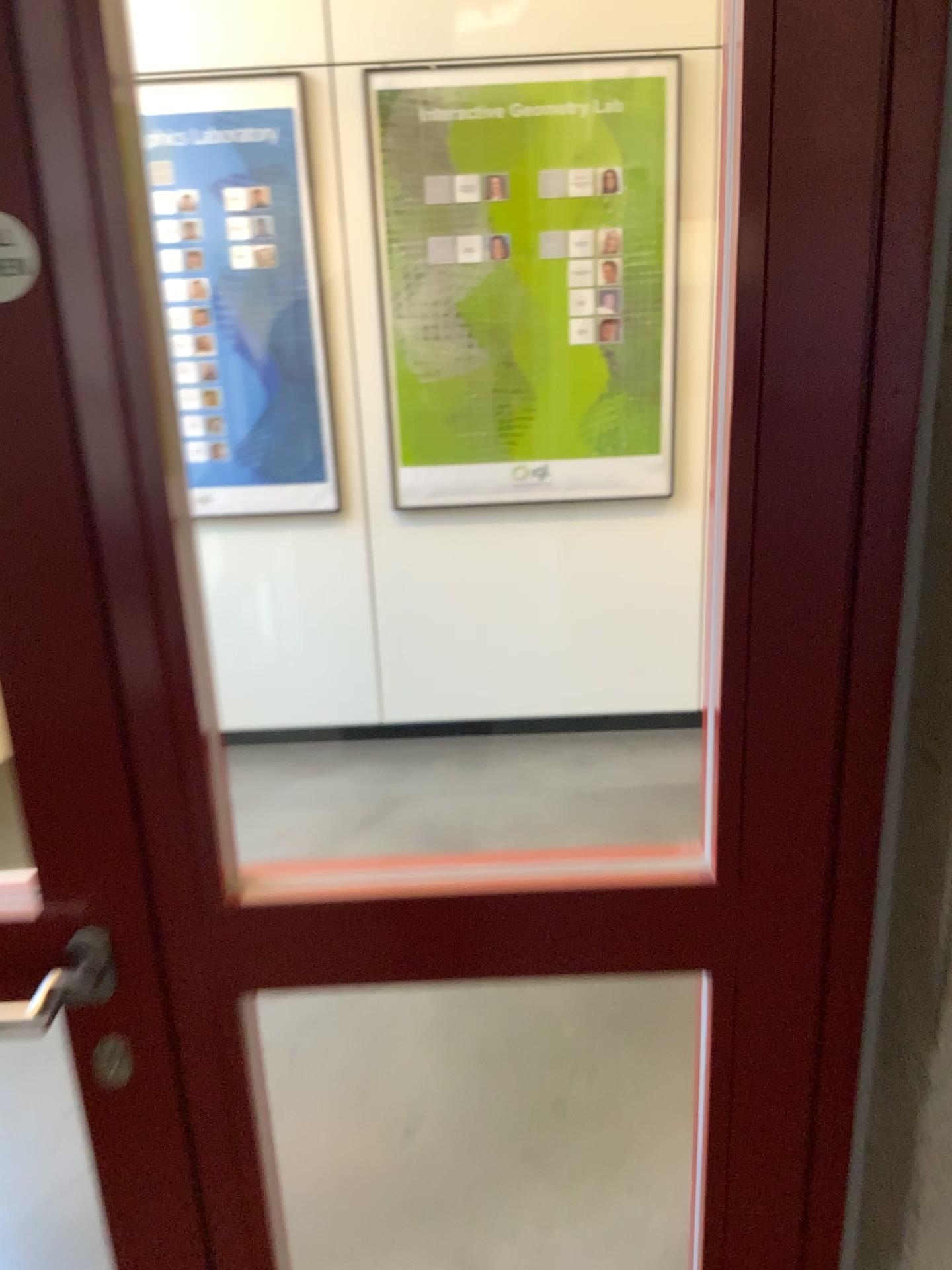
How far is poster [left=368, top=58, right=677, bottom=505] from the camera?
3.1m

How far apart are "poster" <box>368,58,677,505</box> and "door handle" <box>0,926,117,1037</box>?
2.34m

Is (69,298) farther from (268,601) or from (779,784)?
(268,601)

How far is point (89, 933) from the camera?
0.9m

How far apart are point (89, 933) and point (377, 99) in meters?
2.8 m

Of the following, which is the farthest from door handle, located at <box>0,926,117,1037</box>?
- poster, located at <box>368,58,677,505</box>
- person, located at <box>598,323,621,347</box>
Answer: person, located at <box>598,323,621,347</box>

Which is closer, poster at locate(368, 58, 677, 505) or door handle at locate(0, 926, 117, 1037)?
door handle at locate(0, 926, 117, 1037)

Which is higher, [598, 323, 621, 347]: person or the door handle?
[598, 323, 621, 347]: person

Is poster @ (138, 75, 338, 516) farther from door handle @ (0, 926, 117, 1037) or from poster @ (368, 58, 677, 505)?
door handle @ (0, 926, 117, 1037)

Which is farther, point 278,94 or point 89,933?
point 278,94
